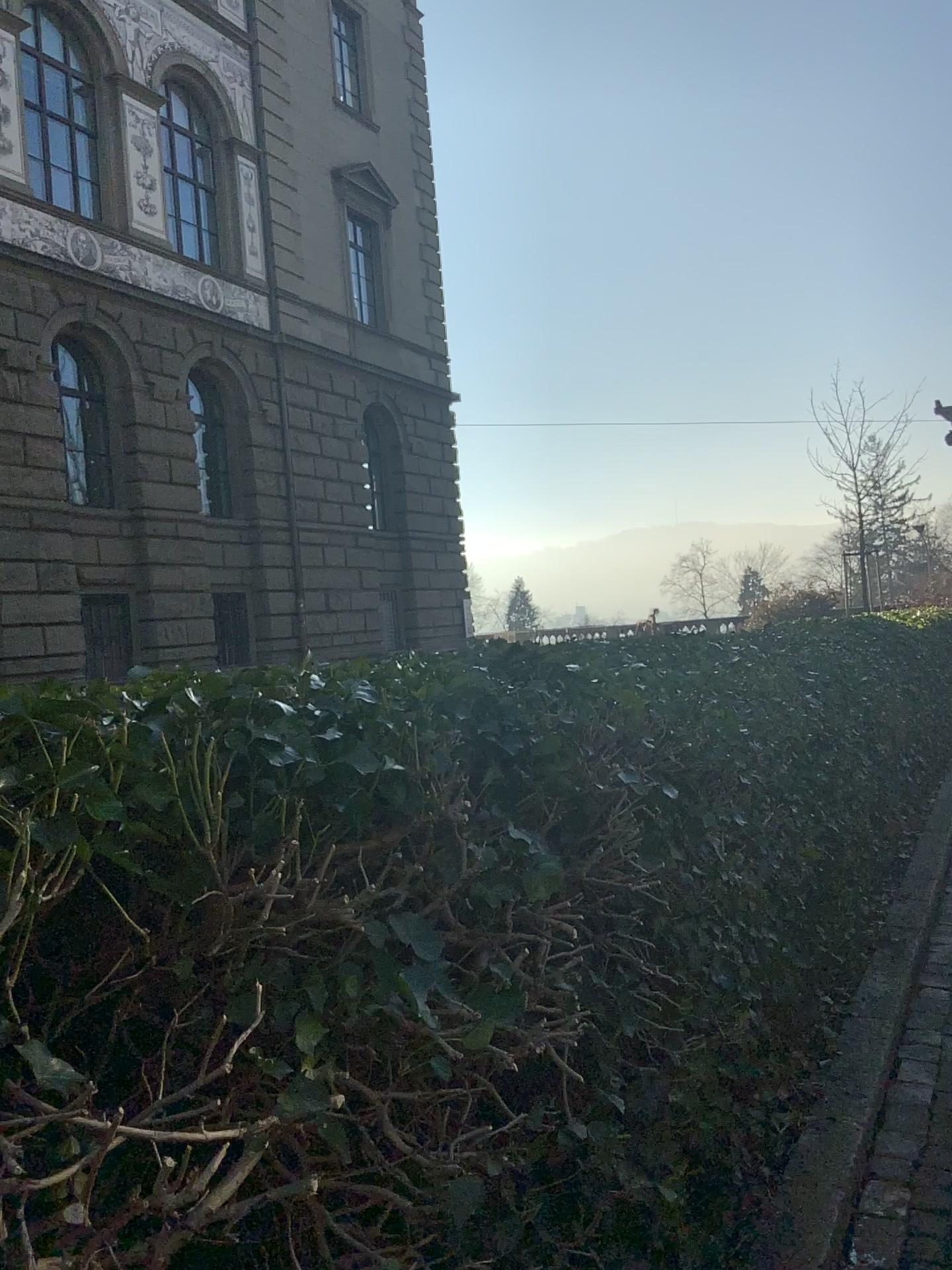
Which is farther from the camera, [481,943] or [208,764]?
[481,943]
